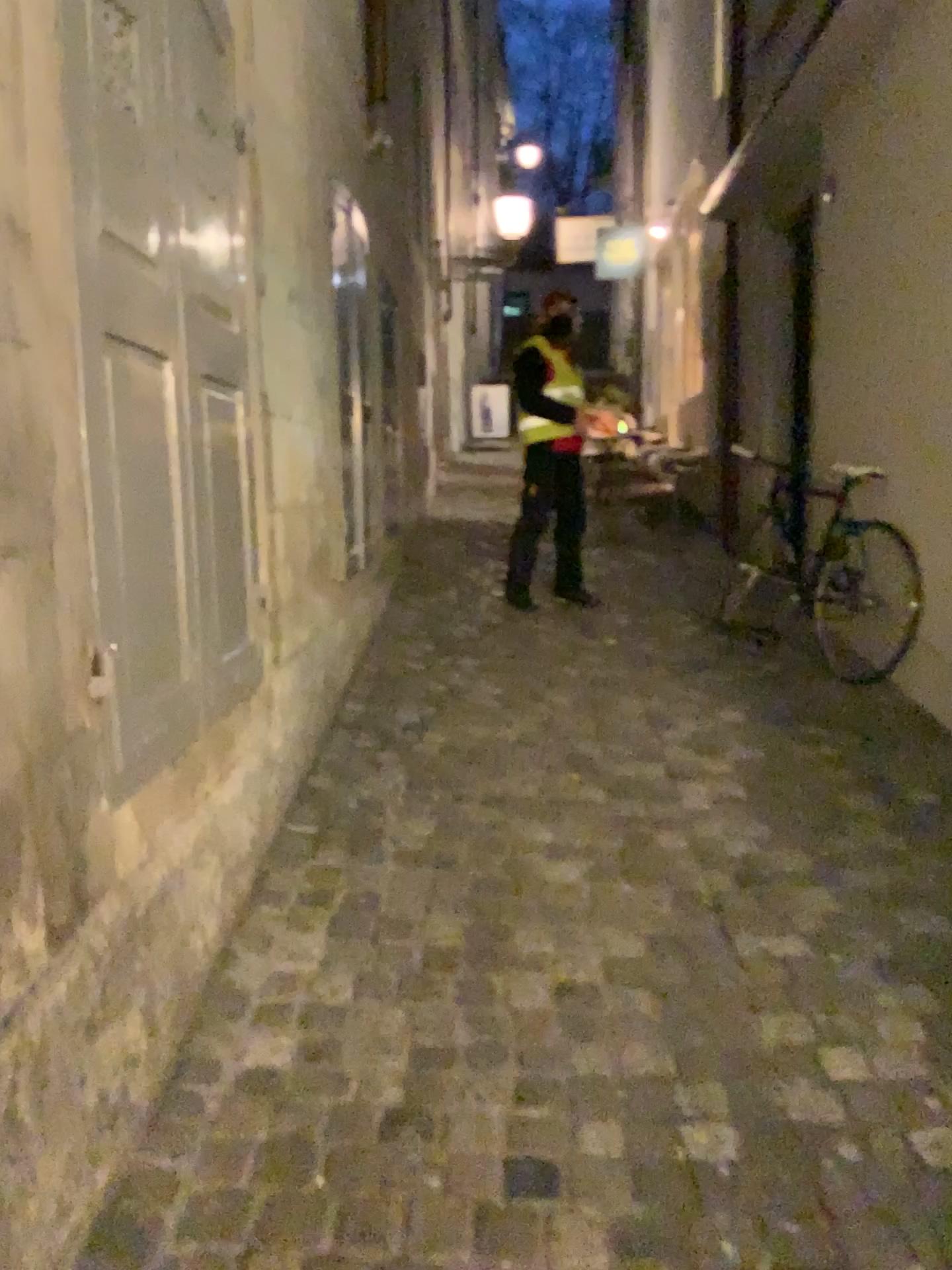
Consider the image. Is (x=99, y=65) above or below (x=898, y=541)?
above

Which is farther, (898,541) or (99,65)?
(898,541)

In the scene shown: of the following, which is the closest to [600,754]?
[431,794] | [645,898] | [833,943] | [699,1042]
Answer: [431,794]

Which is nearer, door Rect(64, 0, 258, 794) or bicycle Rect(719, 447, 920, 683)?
door Rect(64, 0, 258, 794)
